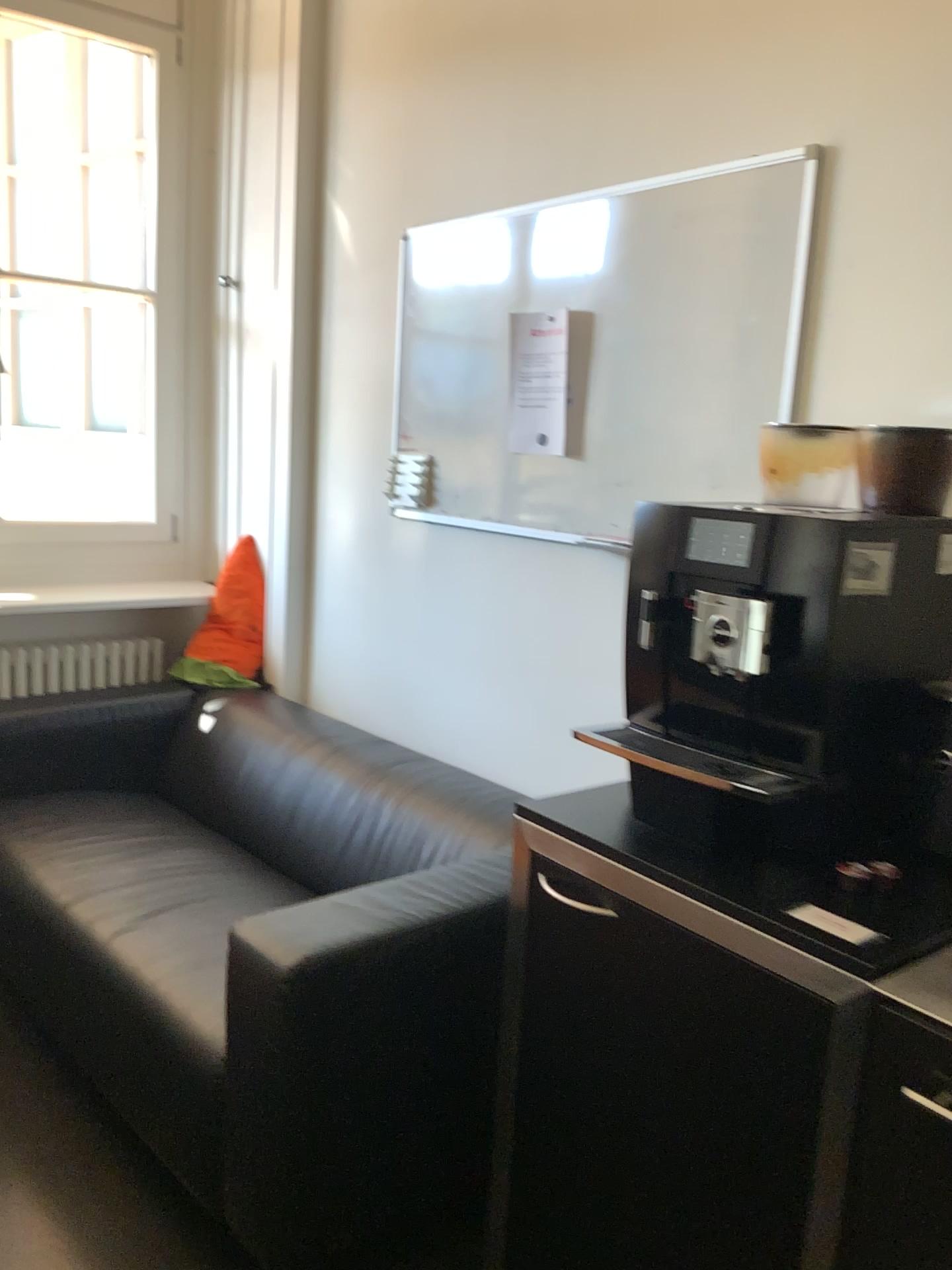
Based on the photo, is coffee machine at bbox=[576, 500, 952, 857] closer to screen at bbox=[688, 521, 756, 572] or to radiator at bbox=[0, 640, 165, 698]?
screen at bbox=[688, 521, 756, 572]

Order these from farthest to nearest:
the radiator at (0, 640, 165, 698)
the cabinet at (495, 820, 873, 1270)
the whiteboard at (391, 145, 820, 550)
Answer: the radiator at (0, 640, 165, 698) < the whiteboard at (391, 145, 820, 550) < the cabinet at (495, 820, 873, 1270)

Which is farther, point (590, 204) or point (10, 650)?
point (10, 650)

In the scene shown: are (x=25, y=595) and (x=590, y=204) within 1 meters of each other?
no

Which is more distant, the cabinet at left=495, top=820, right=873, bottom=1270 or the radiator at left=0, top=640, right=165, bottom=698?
the radiator at left=0, top=640, right=165, bottom=698

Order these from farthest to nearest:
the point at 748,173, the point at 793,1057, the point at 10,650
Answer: the point at 10,650 < the point at 748,173 < the point at 793,1057

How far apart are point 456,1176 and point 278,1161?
0.4 meters

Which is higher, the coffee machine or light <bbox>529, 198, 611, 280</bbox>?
light <bbox>529, 198, 611, 280</bbox>

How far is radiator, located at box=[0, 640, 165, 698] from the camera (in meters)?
3.29

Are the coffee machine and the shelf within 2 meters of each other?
no
